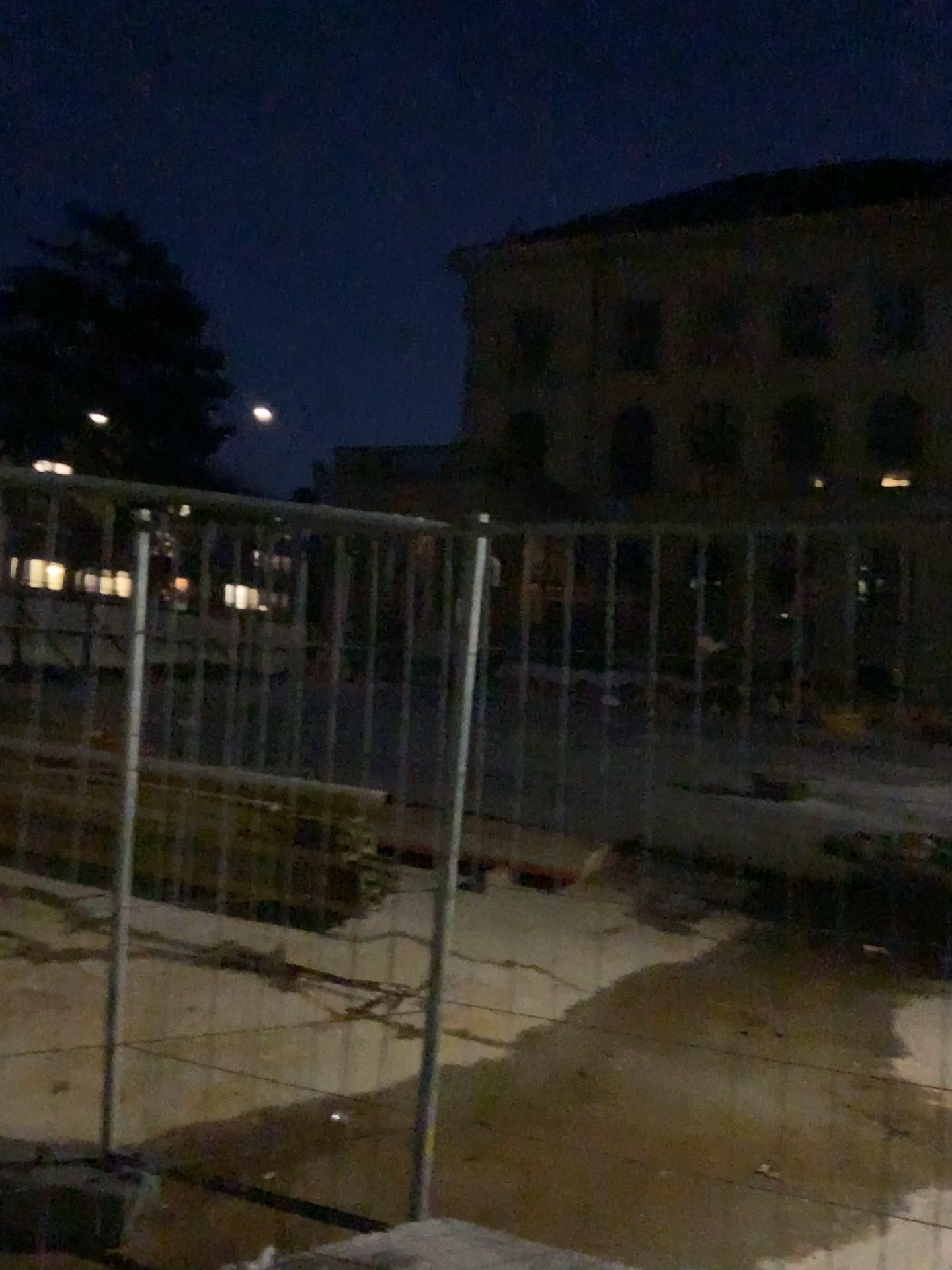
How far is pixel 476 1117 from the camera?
3.6m
